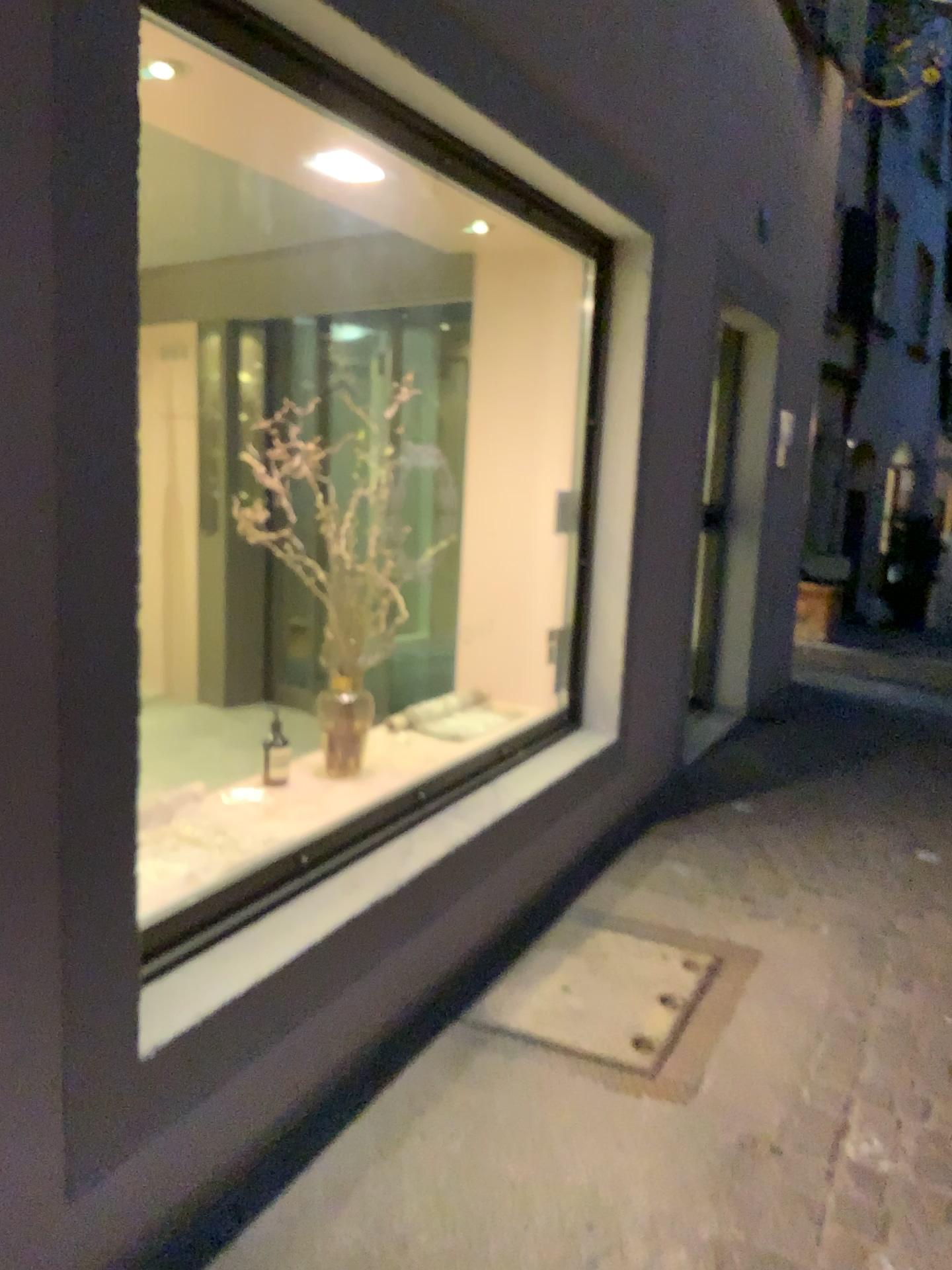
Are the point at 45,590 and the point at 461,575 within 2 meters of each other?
no
